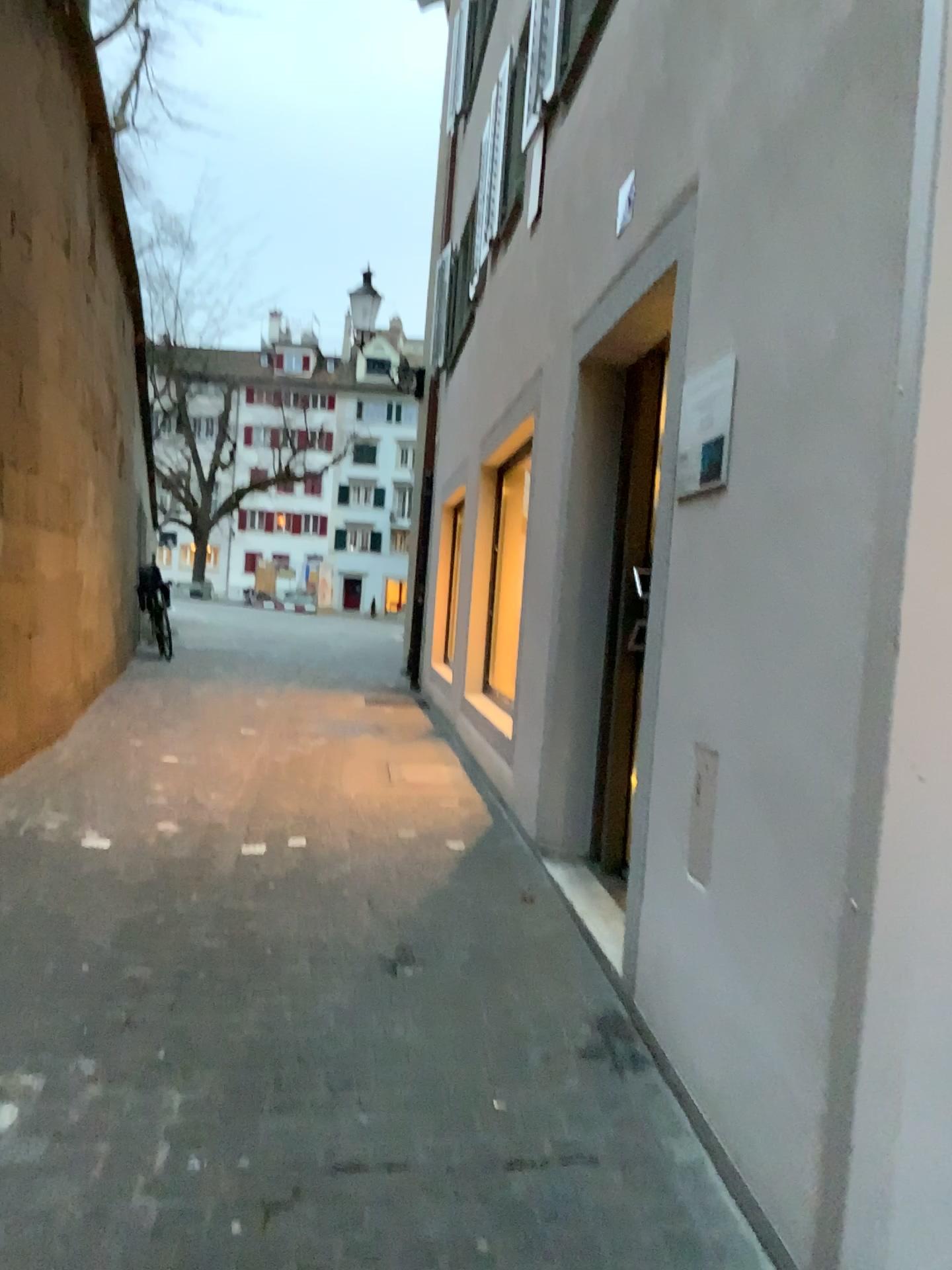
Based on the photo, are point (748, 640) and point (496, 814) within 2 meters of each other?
no

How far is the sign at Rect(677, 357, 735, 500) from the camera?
2.51m

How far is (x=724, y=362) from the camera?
2.5 meters
